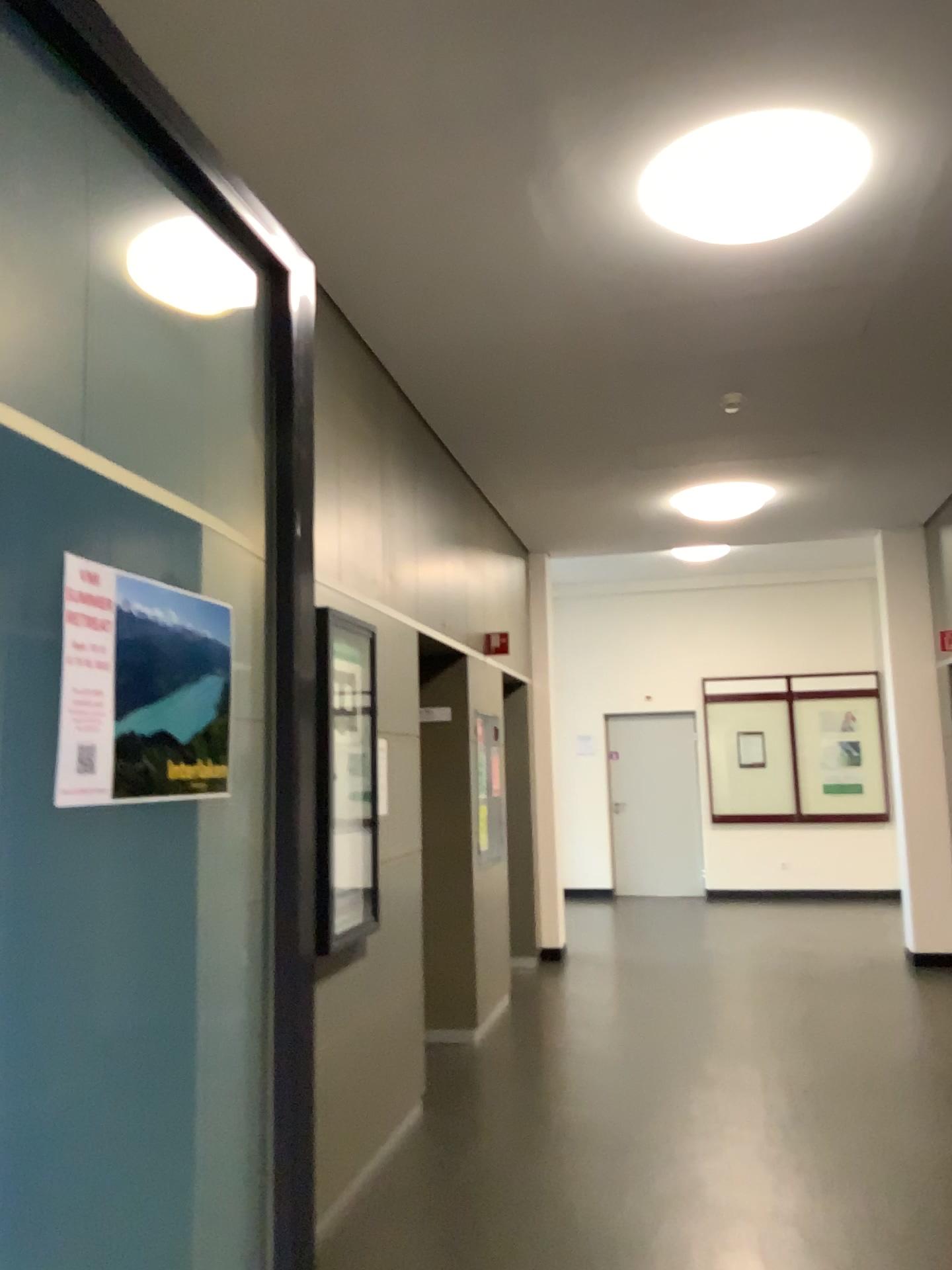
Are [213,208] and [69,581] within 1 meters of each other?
yes

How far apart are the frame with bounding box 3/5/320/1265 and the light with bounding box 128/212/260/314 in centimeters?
77cm

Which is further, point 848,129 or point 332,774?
point 332,774

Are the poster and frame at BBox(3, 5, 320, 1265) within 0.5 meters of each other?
yes

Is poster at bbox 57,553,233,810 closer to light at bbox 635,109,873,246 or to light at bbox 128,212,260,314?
light at bbox 128,212,260,314

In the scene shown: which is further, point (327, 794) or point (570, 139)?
Result: point (327, 794)

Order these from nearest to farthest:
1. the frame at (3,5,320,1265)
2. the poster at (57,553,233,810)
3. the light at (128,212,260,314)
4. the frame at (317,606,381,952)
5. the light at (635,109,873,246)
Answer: the poster at (57,553,233,810) < the frame at (3,5,320,1265) < the light at (128,212,260,314) < the light at (635,109,873,246) < the frame at (317,606,381,952)

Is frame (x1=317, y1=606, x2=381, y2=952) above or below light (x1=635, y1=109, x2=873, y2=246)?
below

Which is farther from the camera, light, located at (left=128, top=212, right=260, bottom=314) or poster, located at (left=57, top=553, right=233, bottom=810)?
light, located at (left=128, top=212, right=260, bottom=314)

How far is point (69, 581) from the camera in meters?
1.2
